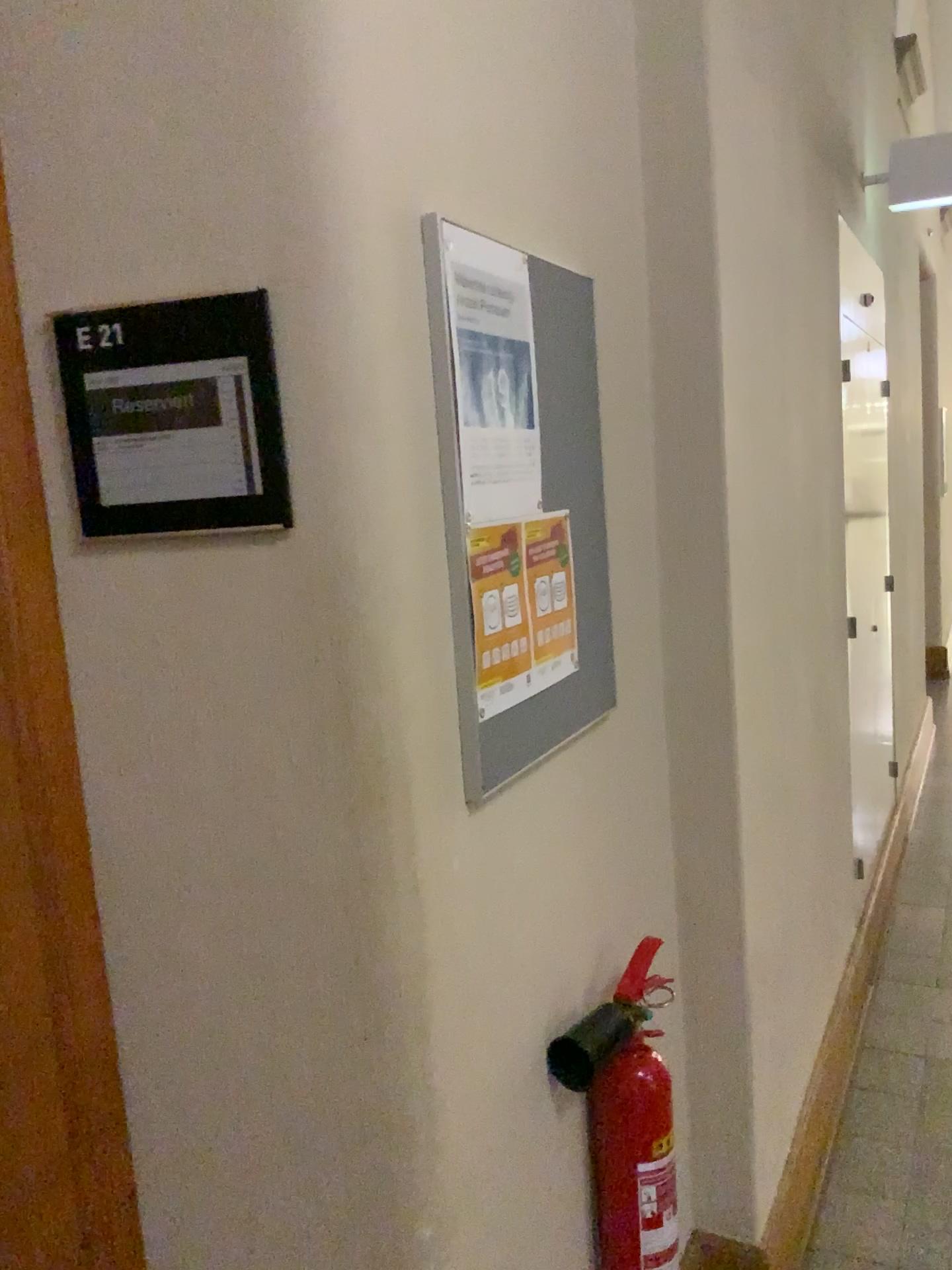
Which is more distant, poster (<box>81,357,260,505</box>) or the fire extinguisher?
the fire extinguisher

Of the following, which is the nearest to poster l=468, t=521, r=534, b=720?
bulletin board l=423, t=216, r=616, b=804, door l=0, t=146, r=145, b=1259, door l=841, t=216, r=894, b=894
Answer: bulletin board l=423, t=216, r=616, b=804

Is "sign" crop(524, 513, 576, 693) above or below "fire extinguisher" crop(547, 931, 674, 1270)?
above

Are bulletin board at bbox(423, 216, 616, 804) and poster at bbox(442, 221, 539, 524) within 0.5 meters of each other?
yes

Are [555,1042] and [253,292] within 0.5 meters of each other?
no

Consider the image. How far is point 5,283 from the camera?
0.99m

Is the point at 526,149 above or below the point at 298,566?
above

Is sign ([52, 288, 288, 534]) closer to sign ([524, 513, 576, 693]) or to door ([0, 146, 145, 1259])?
door ([0, 146, 145, 1259])

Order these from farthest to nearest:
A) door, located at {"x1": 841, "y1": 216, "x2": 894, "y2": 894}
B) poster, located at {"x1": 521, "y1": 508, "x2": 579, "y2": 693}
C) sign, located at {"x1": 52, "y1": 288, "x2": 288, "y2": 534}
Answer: door, located at {"x1": 841, "y1": 216, "x2": 894, "y2": 894} → poster, located at {"x1": 521, "y1": 508, "x2": 579, "y2": 693} → sign, located at {"x1": 52, "y1": 288, "x2": 288, "y2": 534}

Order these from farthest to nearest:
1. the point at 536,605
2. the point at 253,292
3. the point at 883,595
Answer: the point at 883,595 < the point at 536,605 < the point at 253,292
